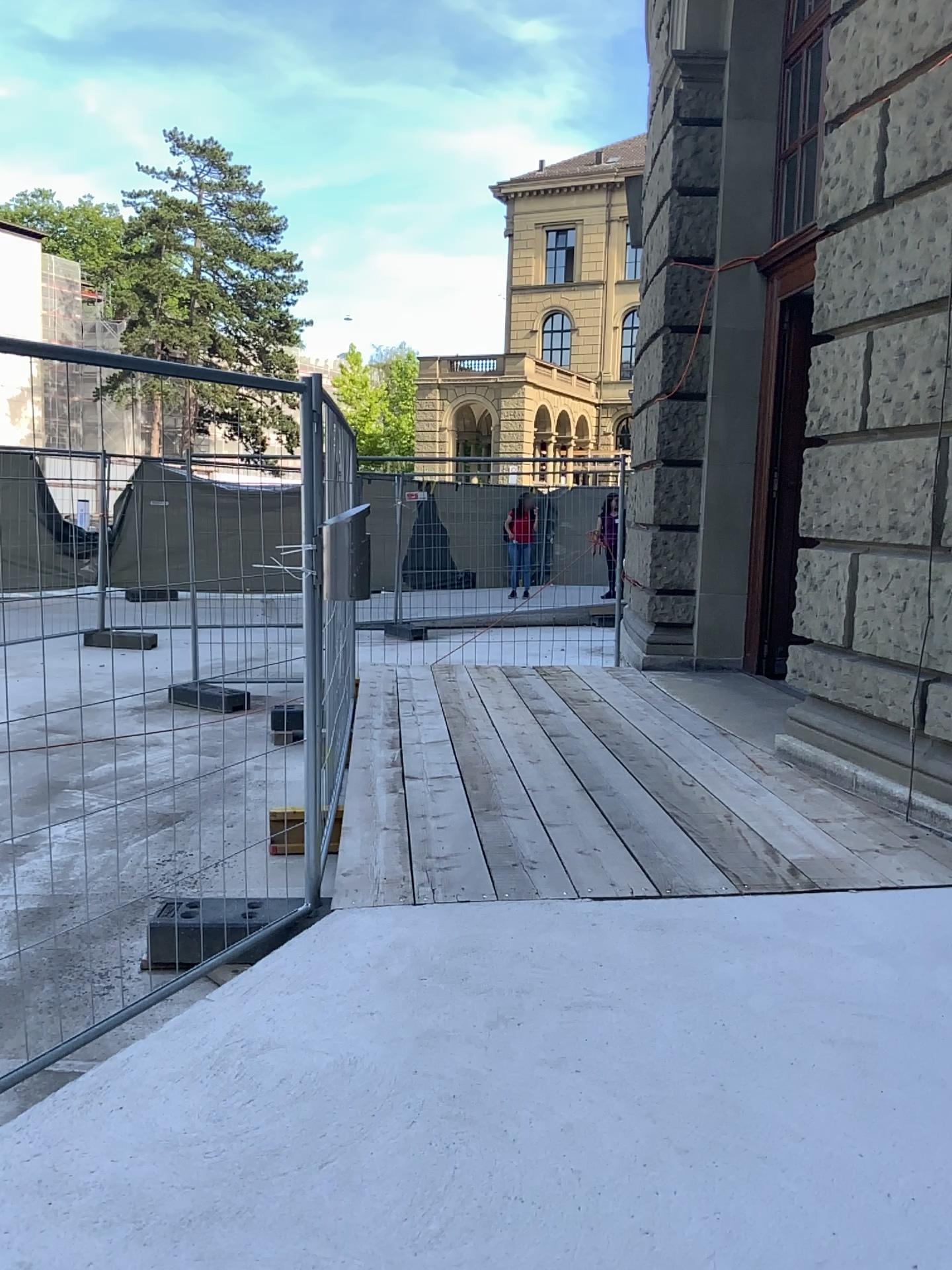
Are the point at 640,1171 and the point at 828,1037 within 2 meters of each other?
yes
